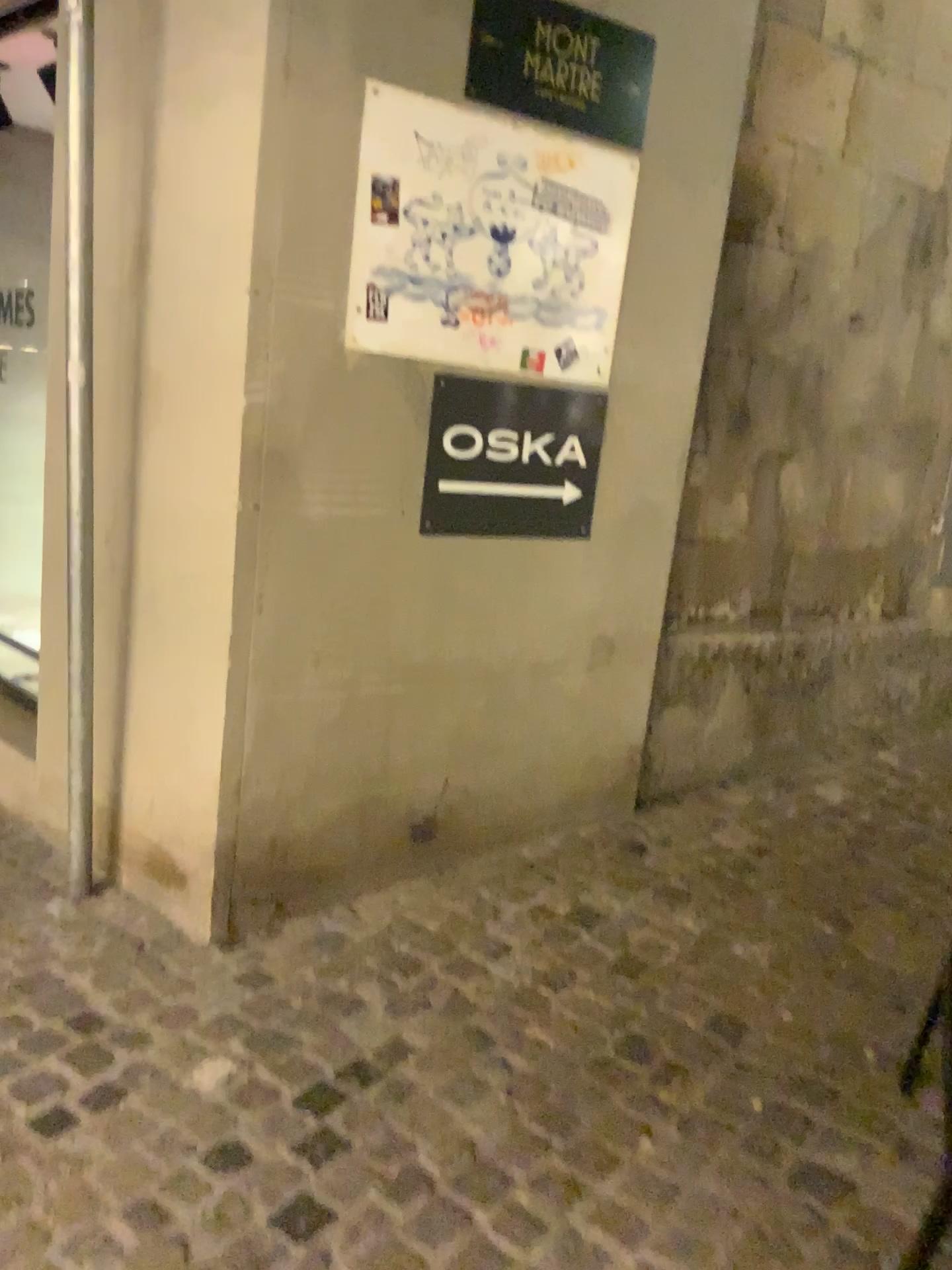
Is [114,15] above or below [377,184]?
above

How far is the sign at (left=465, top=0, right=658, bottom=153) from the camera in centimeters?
A: 245cm

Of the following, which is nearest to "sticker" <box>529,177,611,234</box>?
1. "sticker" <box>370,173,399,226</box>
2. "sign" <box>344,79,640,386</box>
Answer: "sign" <box>344,79,640,386</box>

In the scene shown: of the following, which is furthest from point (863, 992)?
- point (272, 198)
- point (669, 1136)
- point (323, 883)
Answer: point (272, 198)

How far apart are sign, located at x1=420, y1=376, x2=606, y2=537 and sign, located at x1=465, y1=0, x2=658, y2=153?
0.6 meters

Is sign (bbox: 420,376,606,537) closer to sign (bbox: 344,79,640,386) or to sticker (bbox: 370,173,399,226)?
sign (bbox: 344,79,640,386)

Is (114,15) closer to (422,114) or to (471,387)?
(422,114)

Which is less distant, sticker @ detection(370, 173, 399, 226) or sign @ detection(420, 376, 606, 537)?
sticker @ detection(370, 173, 399, 226)

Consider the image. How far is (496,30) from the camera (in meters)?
2.45

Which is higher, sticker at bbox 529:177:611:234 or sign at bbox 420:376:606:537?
sticker at bbox 529:177:611:234
